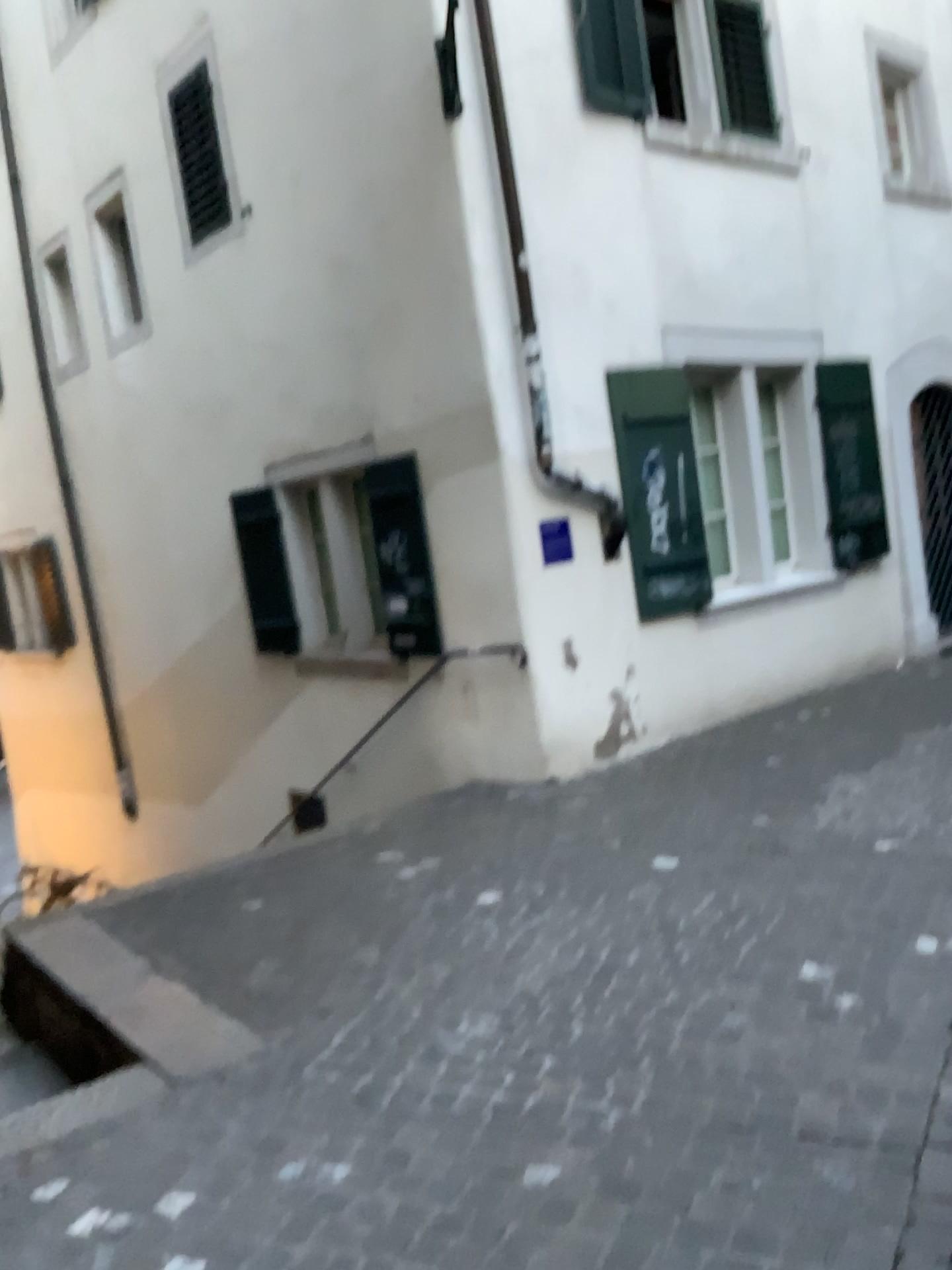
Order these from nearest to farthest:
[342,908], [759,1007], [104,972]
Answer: [759,1007] < [104,972] < [342,908]
